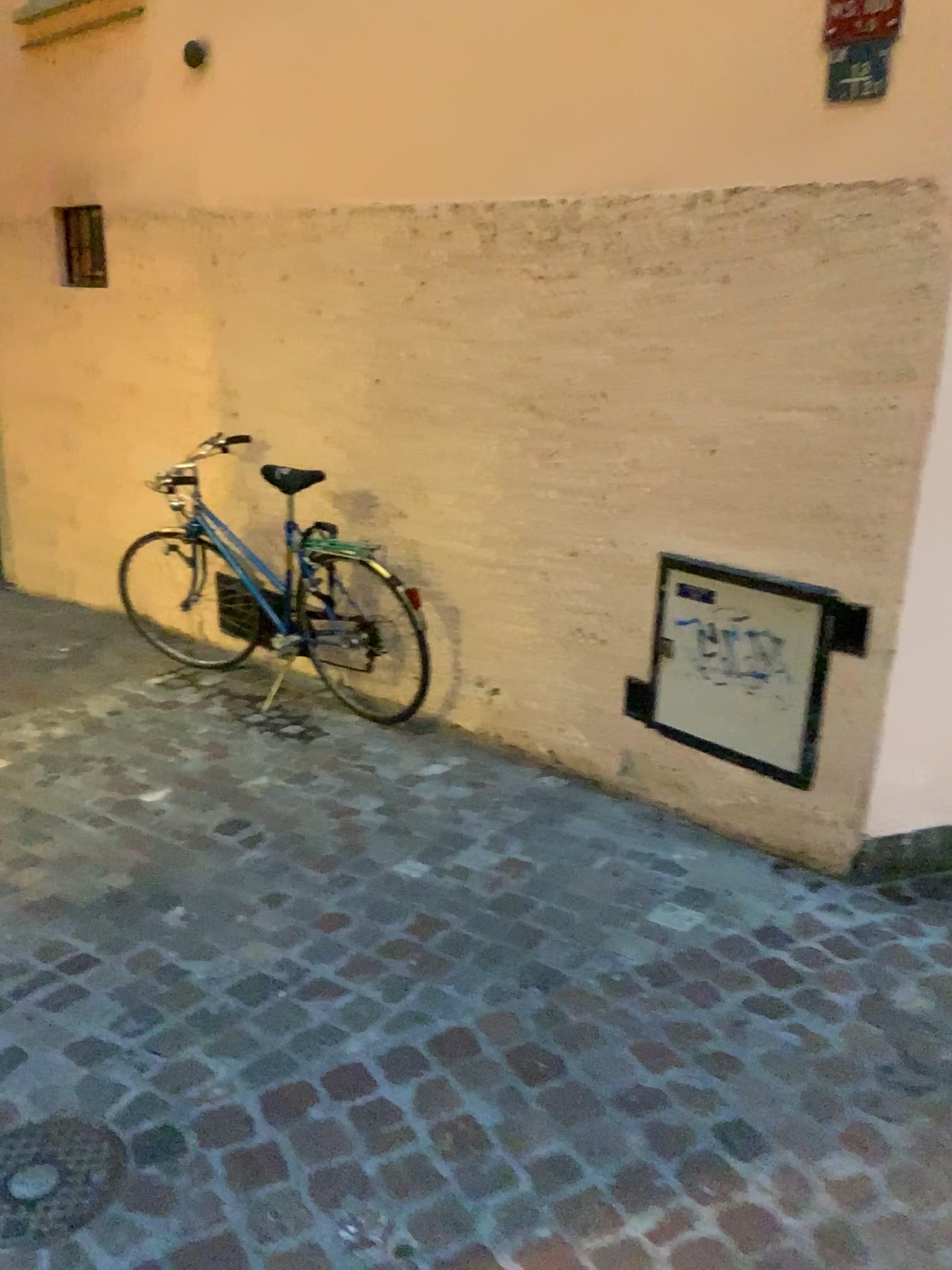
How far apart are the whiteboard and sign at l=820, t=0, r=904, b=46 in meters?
1.3 m

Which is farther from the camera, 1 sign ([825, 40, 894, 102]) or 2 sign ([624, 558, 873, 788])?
2 sign ([624, 558, 873, 788])

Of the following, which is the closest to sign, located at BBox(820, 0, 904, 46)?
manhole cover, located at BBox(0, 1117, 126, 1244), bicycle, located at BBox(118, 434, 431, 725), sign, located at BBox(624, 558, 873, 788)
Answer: sign, located at BBox(624, 558, 873, 788)

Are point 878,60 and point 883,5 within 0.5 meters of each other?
yes

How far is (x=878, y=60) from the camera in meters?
2.3 m

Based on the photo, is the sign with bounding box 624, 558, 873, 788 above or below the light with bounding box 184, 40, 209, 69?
below

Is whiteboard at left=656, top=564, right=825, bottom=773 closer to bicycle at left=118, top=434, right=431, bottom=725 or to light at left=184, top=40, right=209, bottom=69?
bicycle at left=118, top=434, right=431, bottom=725

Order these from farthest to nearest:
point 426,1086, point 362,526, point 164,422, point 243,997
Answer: point 164,422 → point 362,526 → point 243,997 → point 426,1086

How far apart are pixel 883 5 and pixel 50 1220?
2.8 meters

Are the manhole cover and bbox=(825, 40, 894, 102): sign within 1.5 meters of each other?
no
